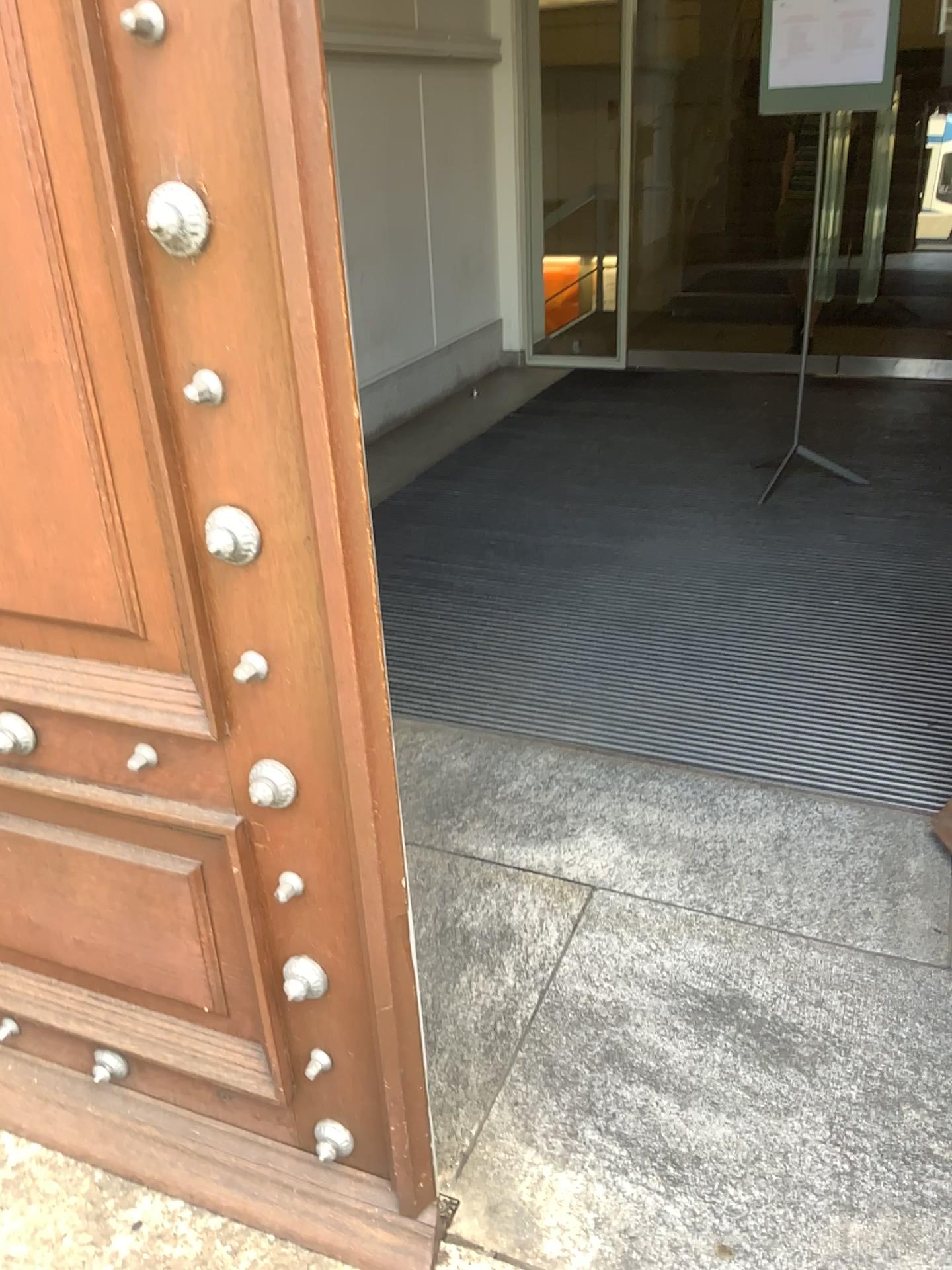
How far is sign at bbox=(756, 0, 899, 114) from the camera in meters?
3.7 m

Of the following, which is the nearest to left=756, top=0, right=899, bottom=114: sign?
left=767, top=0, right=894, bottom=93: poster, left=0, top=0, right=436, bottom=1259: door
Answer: left=767, top=0, right=894, bottom=93: poster

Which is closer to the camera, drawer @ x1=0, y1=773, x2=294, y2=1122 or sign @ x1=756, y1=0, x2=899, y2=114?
drawer @ x1=0, y1=773, x2=294, y2=1122

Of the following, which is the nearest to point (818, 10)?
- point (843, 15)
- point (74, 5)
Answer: point (843, 15)

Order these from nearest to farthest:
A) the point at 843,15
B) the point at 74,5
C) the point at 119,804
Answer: the point at 74,5 → the point at 119,804 → the point at 843,15

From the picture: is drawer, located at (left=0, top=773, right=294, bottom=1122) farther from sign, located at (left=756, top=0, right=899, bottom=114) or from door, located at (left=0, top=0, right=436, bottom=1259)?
sign, located at (left=756, top=0, right=899, bottom=114)

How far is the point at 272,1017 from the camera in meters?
1.4

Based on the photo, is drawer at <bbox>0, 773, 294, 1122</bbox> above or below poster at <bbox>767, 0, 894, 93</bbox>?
below

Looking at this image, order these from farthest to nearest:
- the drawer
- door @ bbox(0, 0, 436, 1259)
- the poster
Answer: the poster
the drawer
door @ bbox(0, 0, 436, 1259)

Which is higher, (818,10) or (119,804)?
(818,10)
